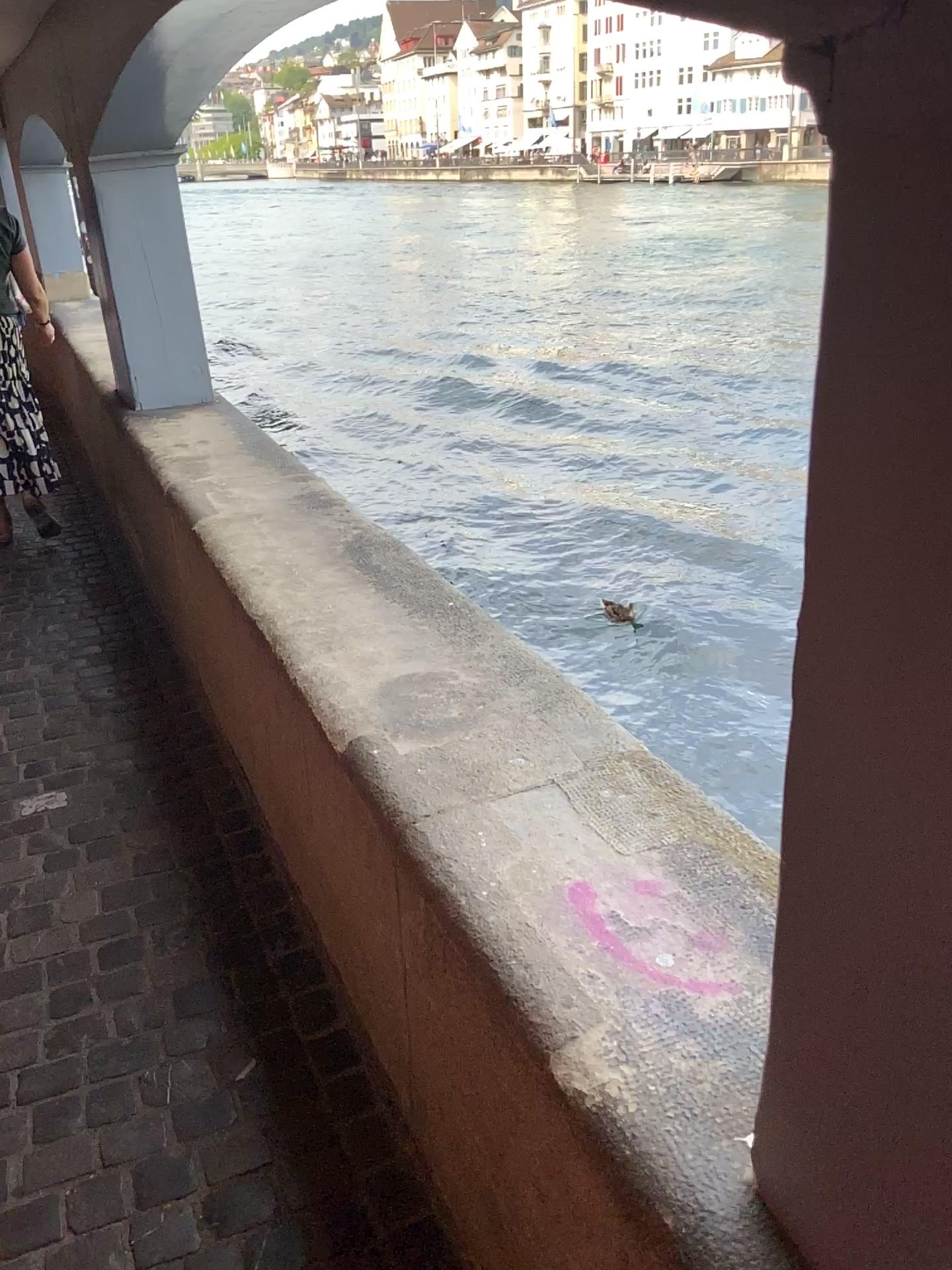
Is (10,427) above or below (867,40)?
below

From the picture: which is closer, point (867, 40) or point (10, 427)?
point (867, 40)

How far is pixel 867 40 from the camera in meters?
0.5

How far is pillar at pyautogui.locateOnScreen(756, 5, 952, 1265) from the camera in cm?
54

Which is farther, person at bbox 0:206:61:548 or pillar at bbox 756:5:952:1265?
person at bbox 0:206:61:548

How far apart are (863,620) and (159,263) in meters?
3.6
